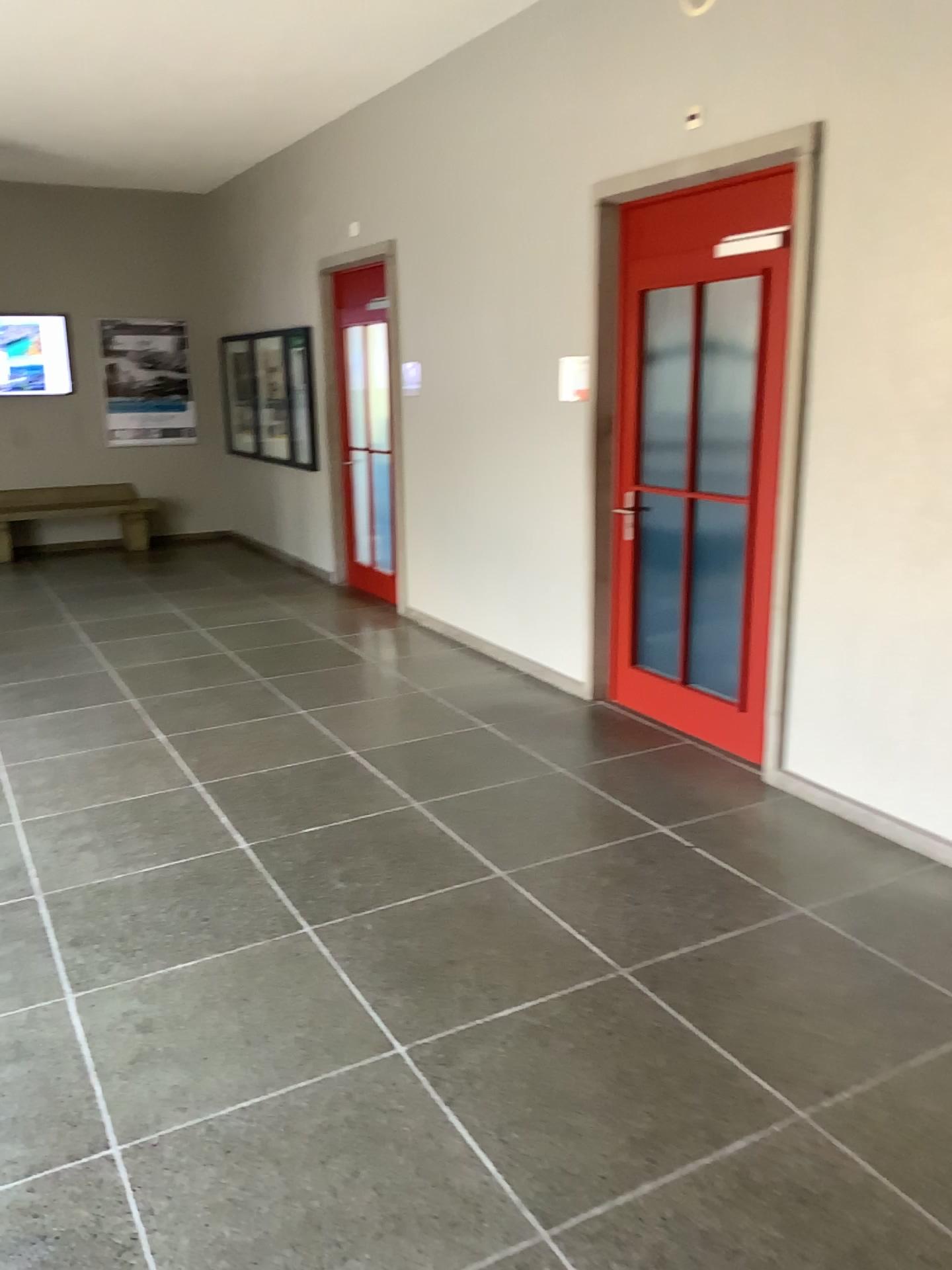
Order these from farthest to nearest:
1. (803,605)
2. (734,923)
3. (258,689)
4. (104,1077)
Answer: (258,689) < (803,605) < (734,923) < (104,1077)
